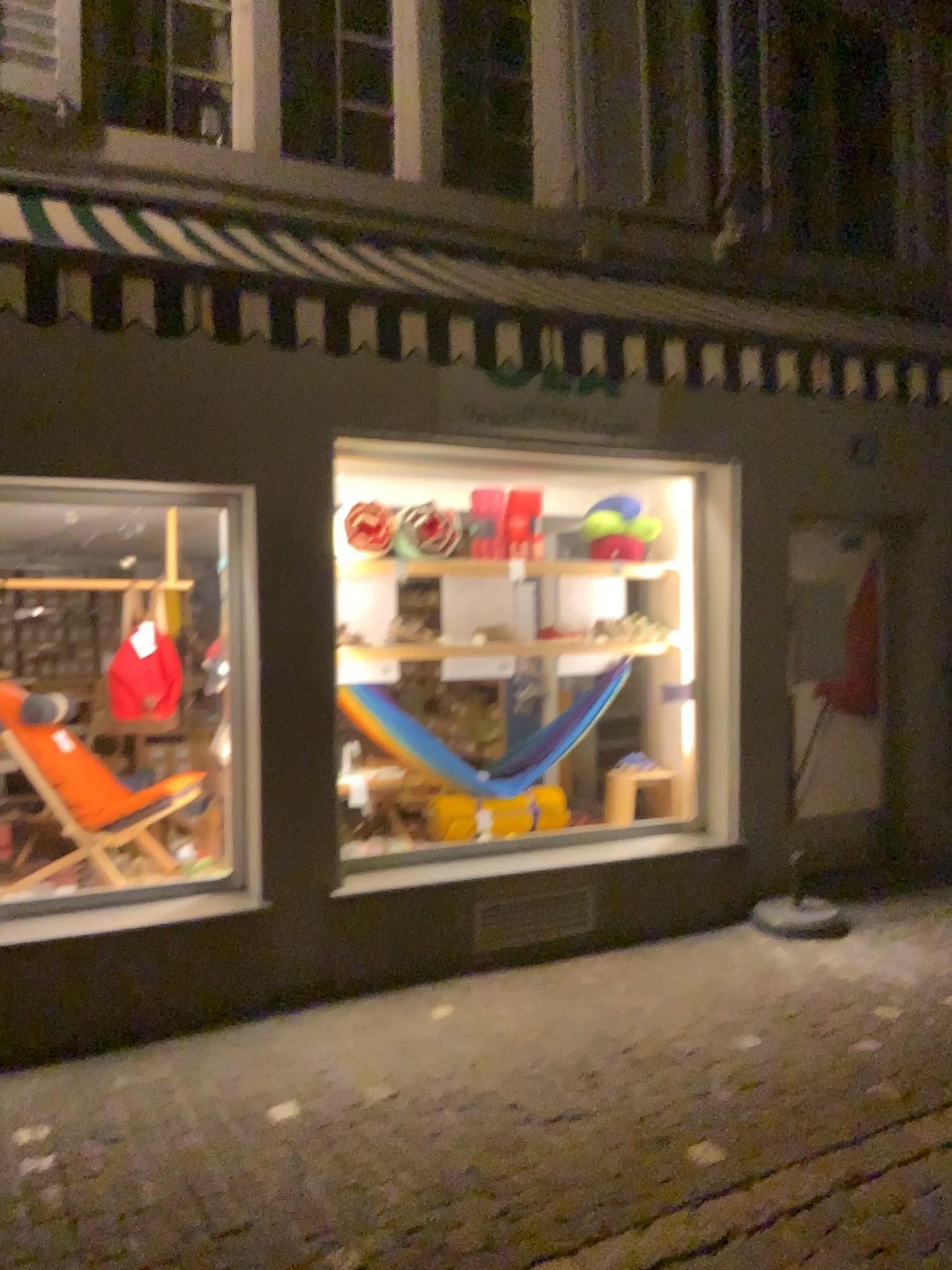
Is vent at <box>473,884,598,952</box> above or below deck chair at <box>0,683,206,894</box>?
below

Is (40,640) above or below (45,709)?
above

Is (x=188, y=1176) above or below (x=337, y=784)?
below

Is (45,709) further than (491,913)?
No

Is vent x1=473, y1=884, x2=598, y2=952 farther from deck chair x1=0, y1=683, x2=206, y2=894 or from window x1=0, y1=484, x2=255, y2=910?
deck chair x1=0, y1=683, x2=206, y2=894

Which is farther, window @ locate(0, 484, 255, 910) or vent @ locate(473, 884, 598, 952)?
vent @ locate(473, 884, 598, 952)

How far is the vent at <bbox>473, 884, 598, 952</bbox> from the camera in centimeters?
489cm

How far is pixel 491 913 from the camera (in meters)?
4.89

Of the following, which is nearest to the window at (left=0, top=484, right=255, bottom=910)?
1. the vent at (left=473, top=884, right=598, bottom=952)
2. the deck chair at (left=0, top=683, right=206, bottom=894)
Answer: the deck chair at (left=0, top=683, right=206, bottom=894)
